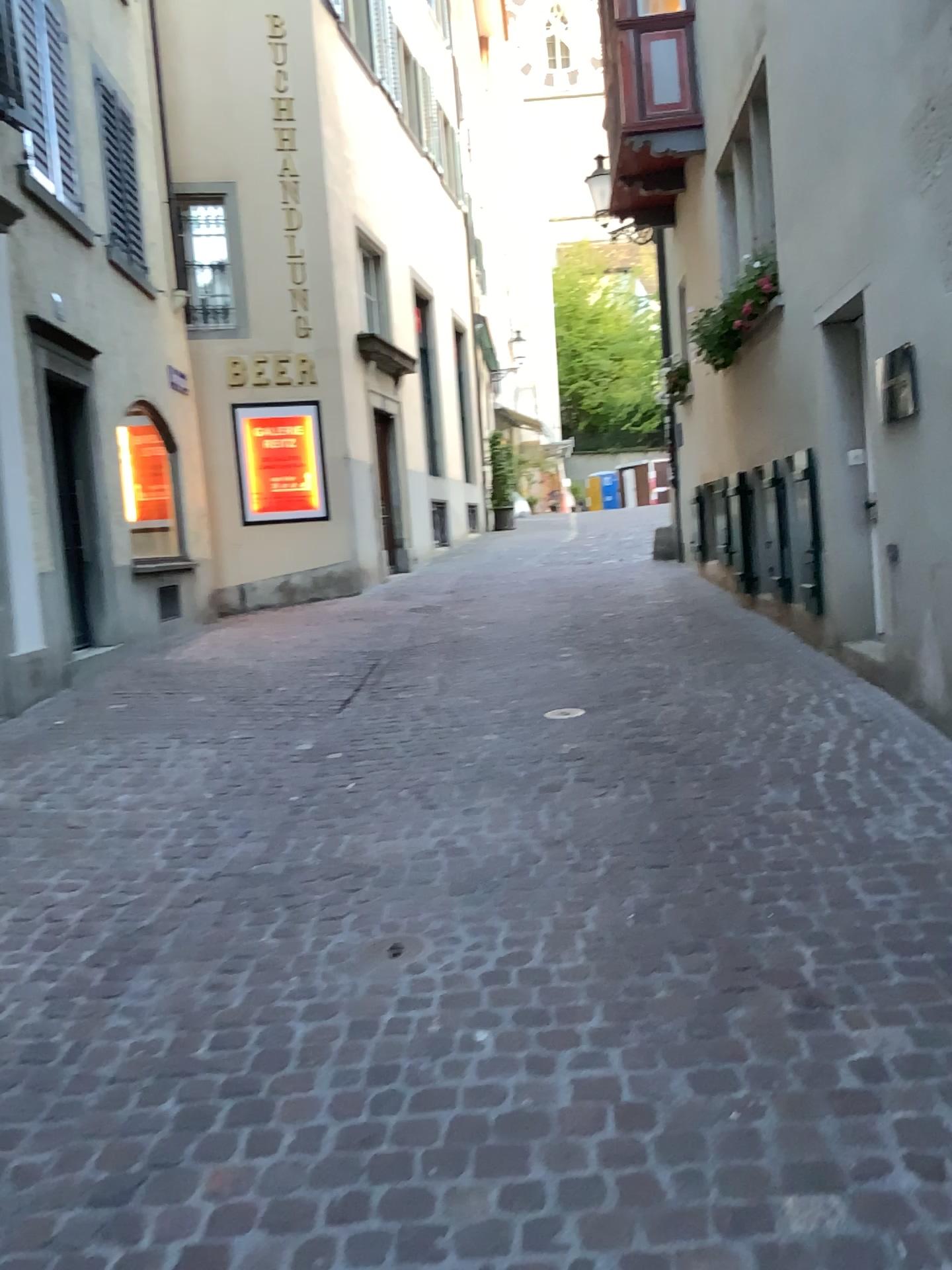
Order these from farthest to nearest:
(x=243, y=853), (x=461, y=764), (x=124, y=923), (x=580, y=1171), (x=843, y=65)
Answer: (x=843, y=65), (x=461, y=764), (x=243, y=853), (x=124, y=923), (x=580, y=1171)
